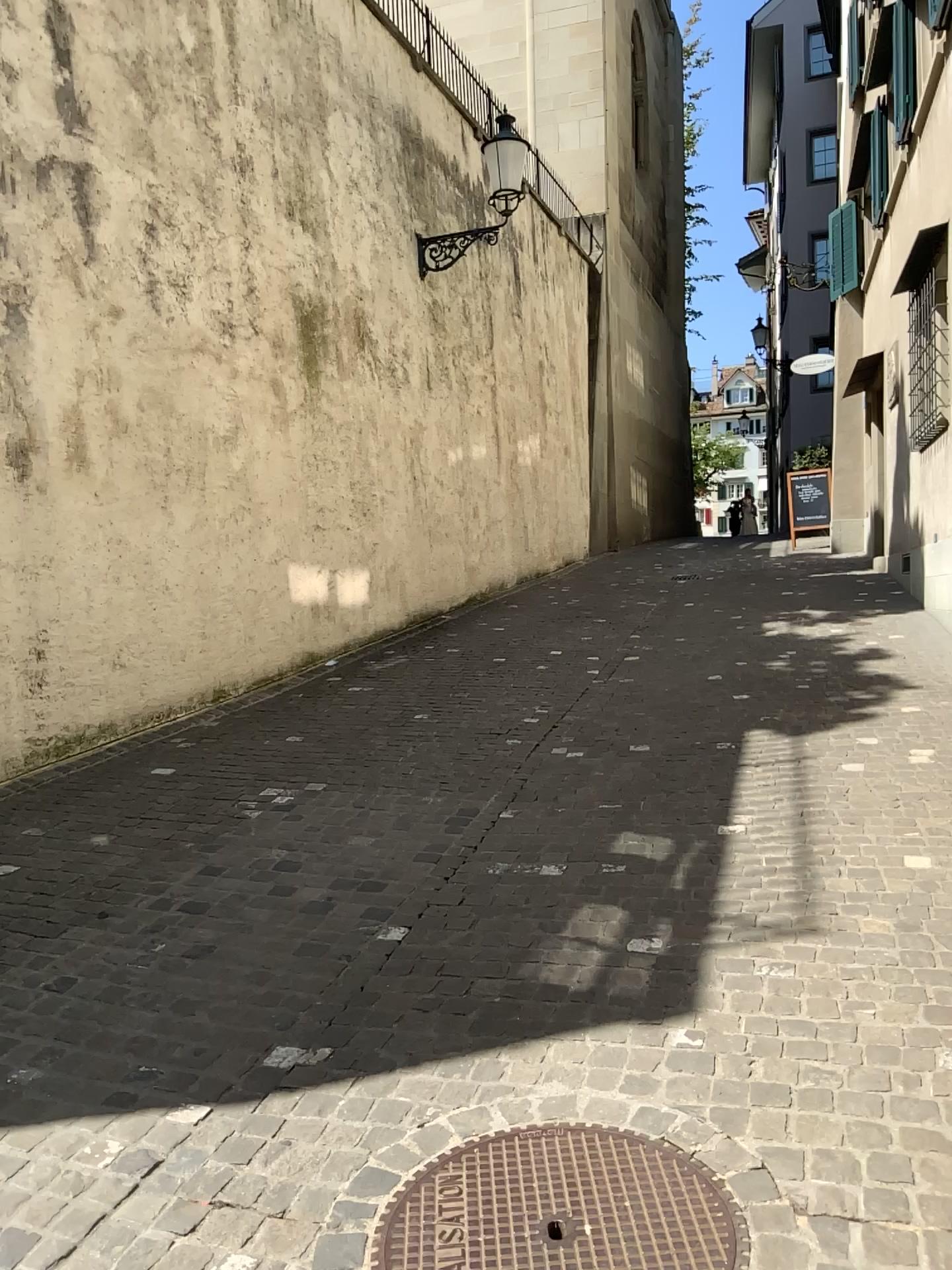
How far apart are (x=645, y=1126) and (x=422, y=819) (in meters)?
2.42

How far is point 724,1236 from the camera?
2.0m

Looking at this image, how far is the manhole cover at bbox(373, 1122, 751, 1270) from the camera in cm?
203
